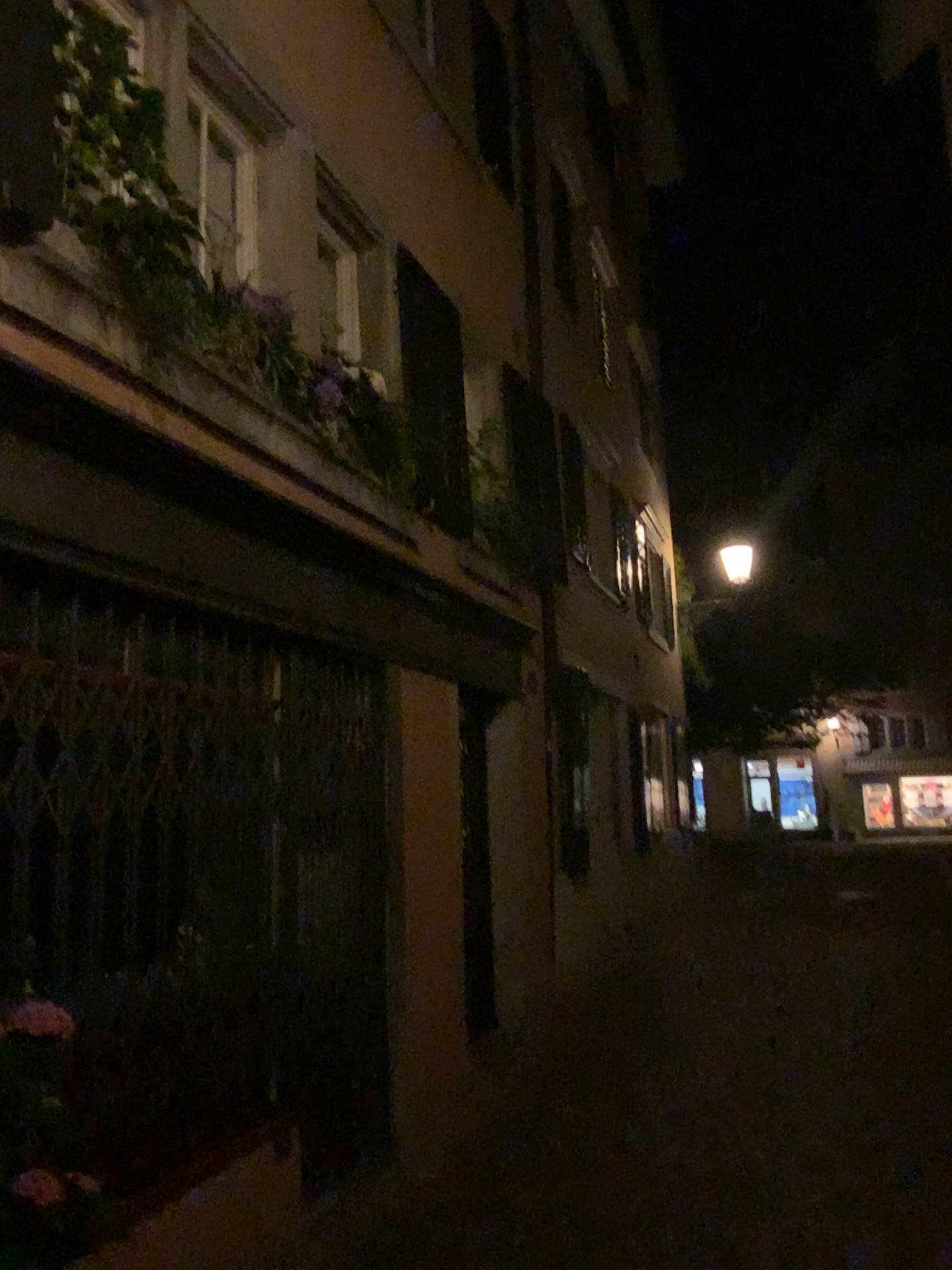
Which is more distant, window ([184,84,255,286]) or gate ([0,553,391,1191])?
window ([184,84,255,286])

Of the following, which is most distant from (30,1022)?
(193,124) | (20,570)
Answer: (193,124)

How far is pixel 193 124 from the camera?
4.2m

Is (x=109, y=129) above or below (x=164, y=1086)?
above

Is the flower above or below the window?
below

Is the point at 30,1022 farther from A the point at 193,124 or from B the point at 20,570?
A the point at 193,124

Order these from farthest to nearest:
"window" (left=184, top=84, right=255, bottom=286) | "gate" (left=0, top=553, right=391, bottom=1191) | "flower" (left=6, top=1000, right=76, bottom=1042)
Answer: "window" (left=184, top=84, right=255, bottom=286), "gate" (left=0, top=553, right=391, bottom=1191), "flower" (left=6, top=1000, right=76, bottom=1042)

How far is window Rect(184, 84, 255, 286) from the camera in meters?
4.2

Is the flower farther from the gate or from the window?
the window

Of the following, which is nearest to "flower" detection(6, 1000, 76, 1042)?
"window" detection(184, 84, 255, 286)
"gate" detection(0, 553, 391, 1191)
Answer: "gate" detection(0, 553, 391, 1191)
